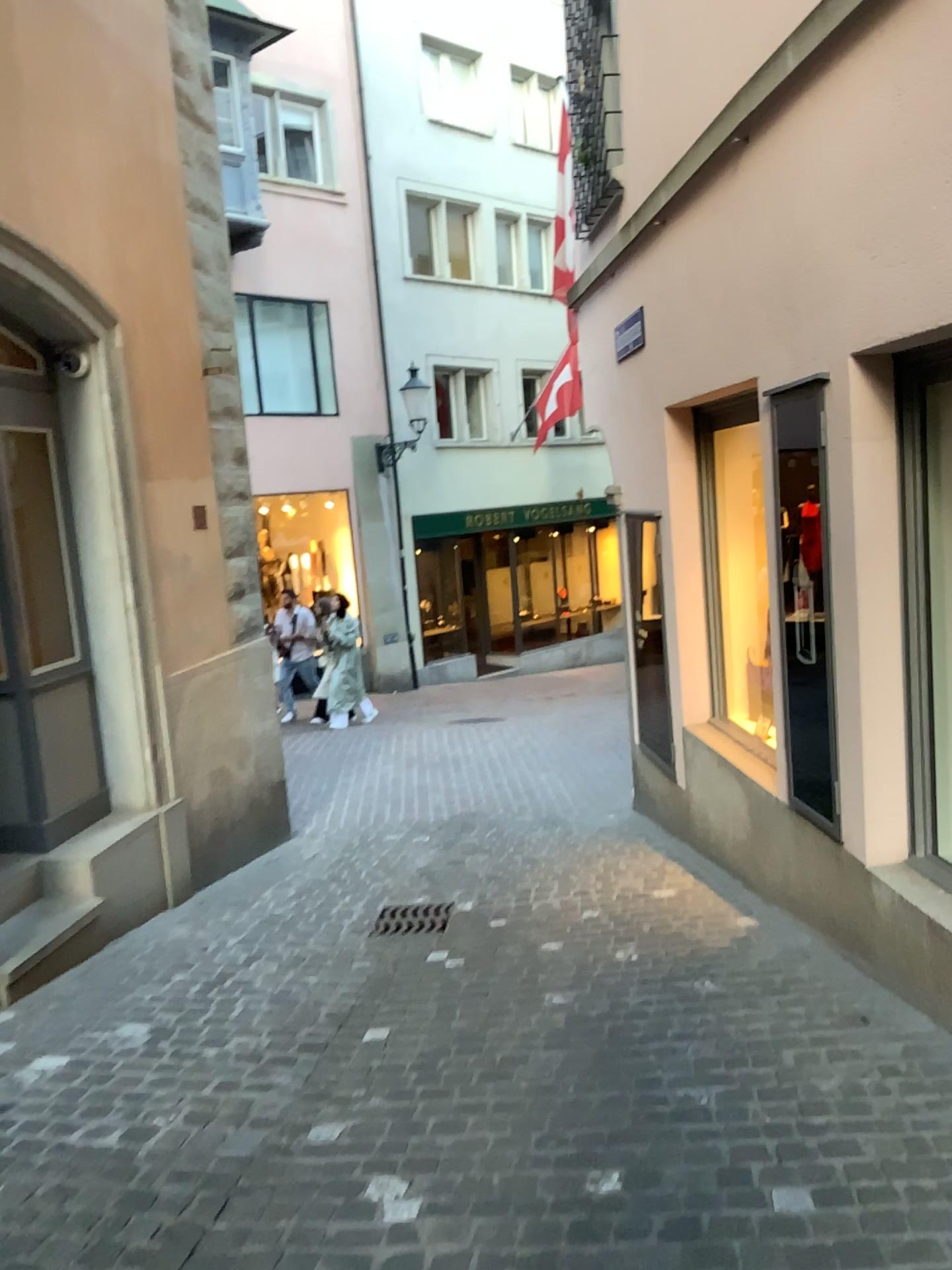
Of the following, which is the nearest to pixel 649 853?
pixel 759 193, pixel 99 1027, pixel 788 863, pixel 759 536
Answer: pixel 788 863
